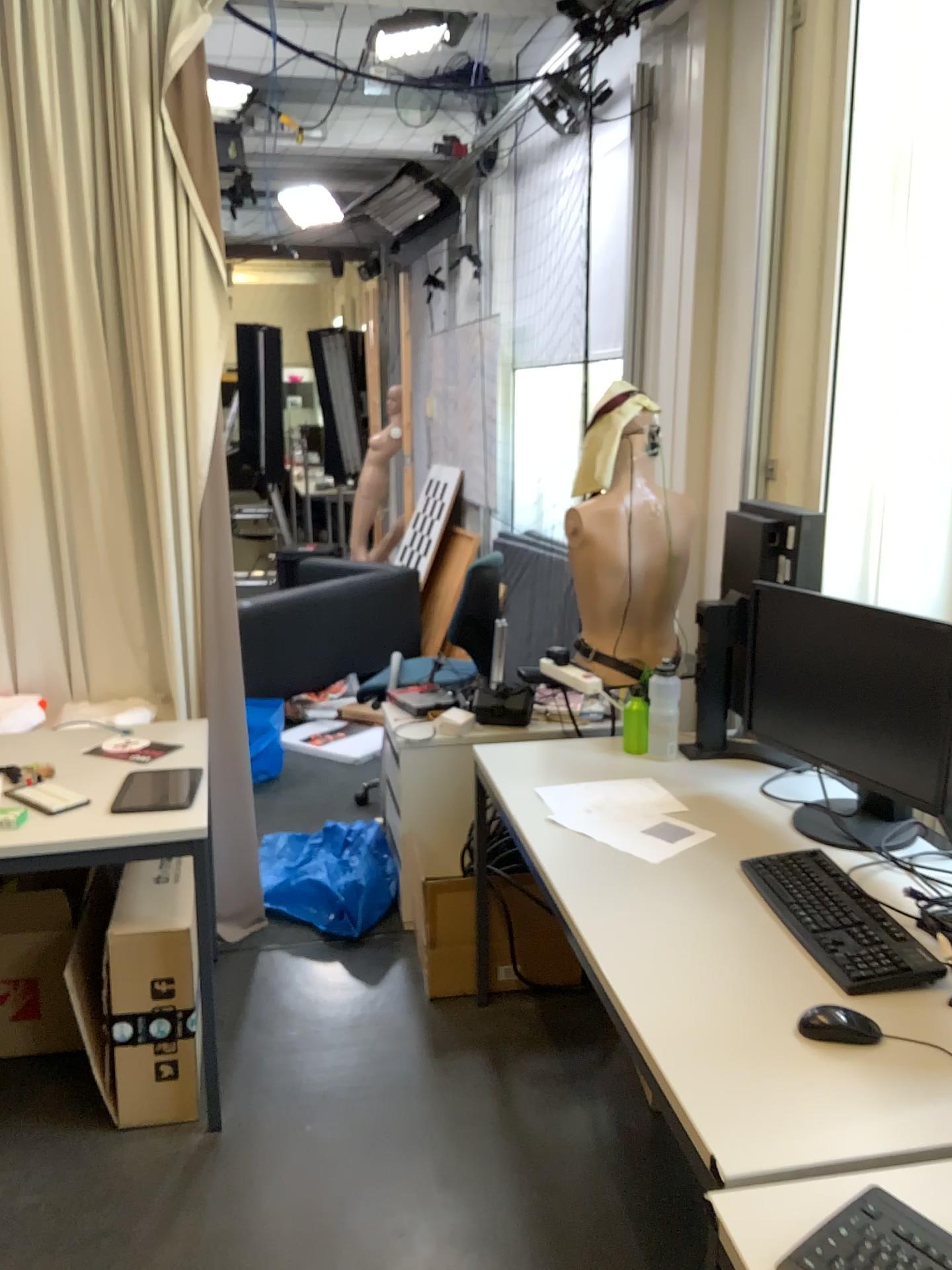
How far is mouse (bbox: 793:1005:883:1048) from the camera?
1.46m

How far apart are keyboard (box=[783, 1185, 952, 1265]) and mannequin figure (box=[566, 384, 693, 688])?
1.85m

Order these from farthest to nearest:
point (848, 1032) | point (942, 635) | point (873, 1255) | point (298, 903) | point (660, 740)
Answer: point (298, 903) < point (660, 740) < point (942, 635) < point (848, 1032) < point (873, 1255)

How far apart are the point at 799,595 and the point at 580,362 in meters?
2.7

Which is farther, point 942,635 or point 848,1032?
point 942,635

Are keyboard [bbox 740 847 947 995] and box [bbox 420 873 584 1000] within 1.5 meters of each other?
yes

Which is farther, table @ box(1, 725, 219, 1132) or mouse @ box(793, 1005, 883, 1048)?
table @ box(1, 725, 219, 1132)

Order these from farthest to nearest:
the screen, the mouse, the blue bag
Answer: the blue bag, the screen, the mouse

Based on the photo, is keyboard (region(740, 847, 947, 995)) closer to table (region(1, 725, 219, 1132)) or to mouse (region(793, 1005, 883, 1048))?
mouse (region(793, 1005, 883, 1048))

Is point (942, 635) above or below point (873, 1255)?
above
